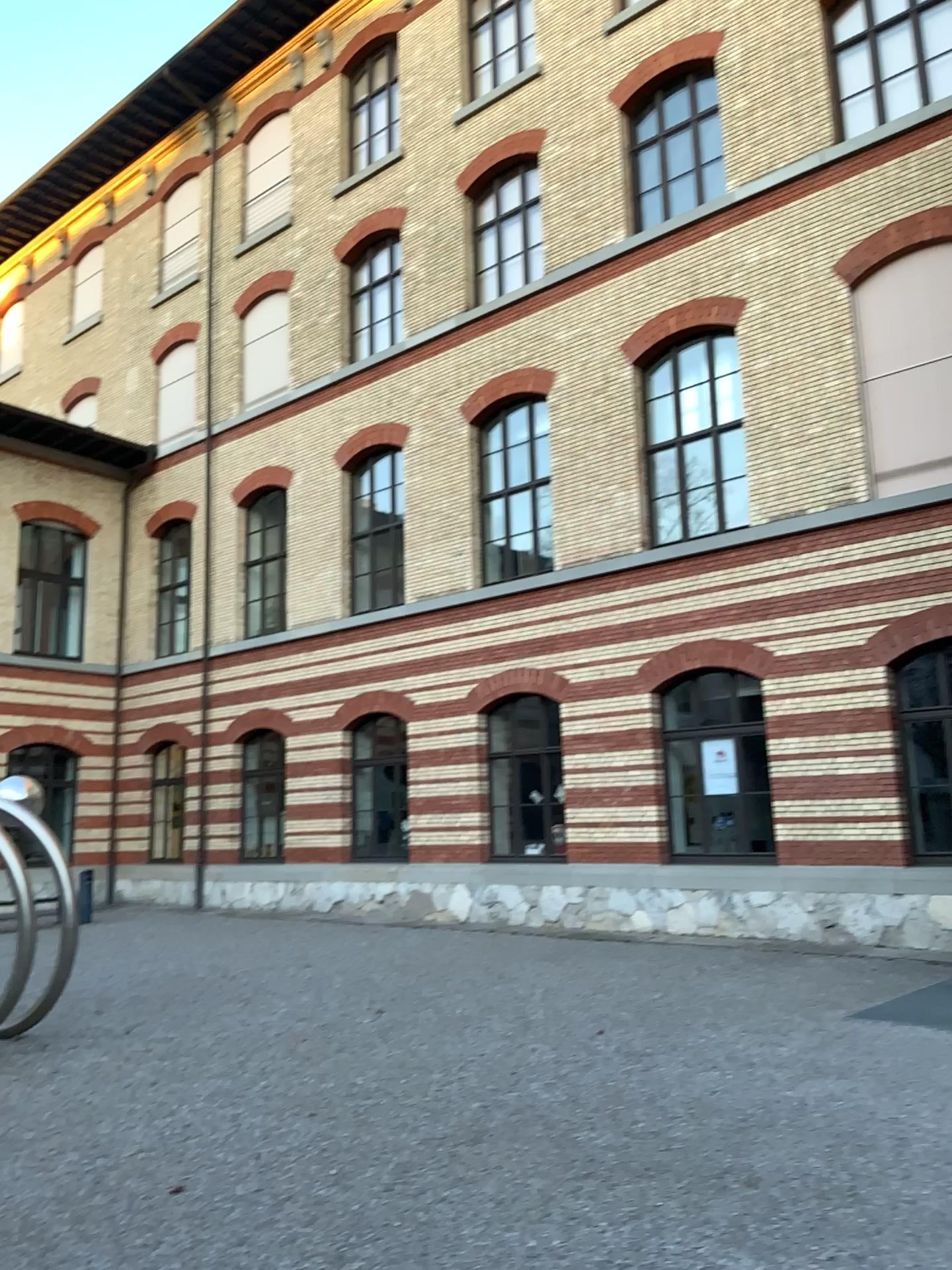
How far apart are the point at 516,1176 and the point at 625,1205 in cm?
58
